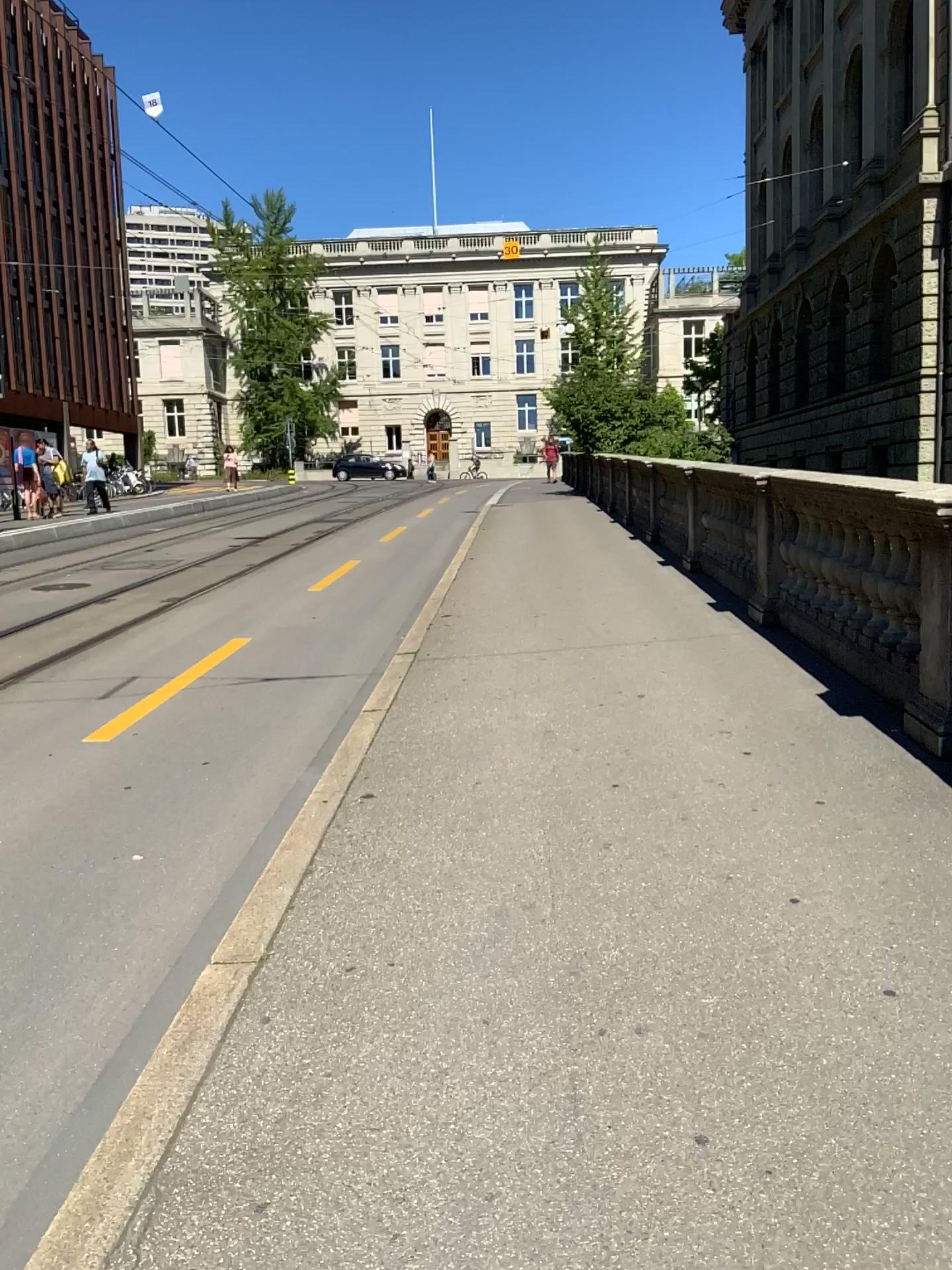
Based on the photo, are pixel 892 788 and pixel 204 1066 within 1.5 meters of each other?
no
